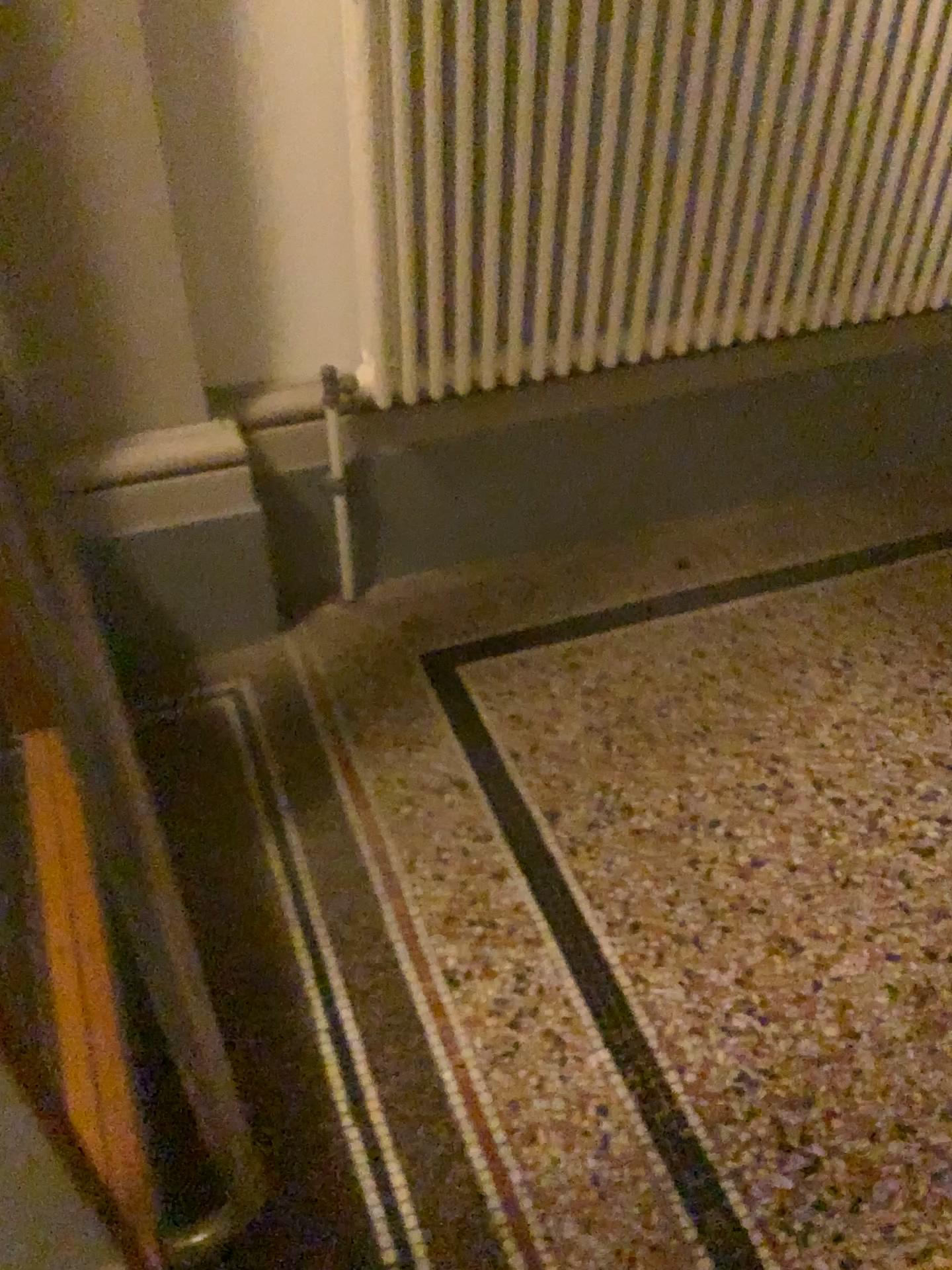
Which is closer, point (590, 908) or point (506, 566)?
point (590, 908)

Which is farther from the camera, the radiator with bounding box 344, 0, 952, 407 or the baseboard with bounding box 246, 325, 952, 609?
the baseboard with bounding box 246, 325, 952, 609

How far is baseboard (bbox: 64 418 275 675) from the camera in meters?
1.7

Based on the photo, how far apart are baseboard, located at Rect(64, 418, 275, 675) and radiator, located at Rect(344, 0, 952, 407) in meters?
0.3

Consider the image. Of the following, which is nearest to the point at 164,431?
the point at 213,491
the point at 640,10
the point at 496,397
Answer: the point at 213,491

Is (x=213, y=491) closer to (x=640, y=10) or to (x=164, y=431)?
(x=164, y=431)

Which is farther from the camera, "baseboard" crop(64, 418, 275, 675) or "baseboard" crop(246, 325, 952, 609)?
"baseboard" crop(246, 325, 952, 609)

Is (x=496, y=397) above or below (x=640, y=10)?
below

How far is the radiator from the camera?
1.5 meters
